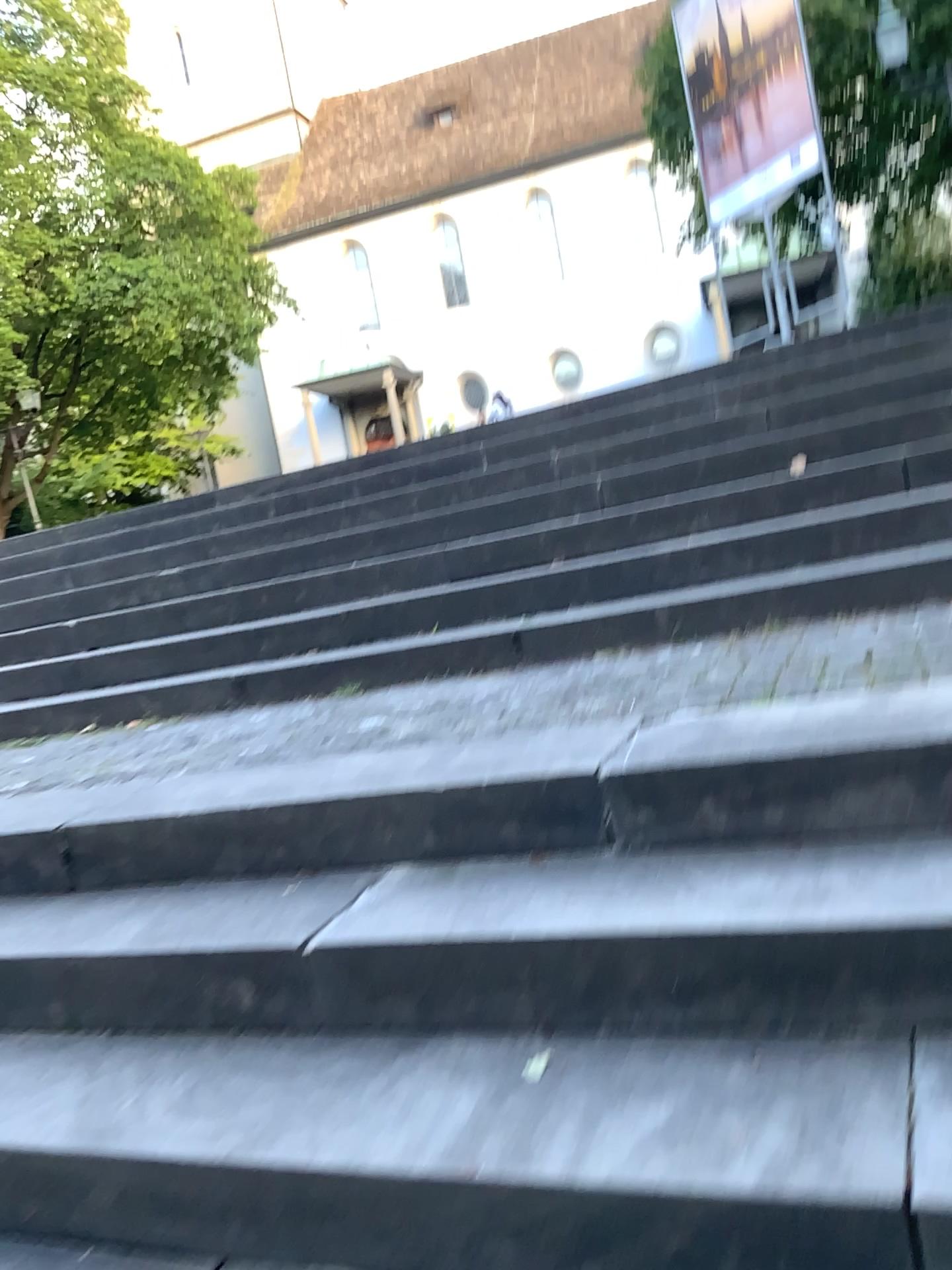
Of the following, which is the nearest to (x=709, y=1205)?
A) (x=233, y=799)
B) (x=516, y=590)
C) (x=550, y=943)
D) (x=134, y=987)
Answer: (x=550, y=943)
